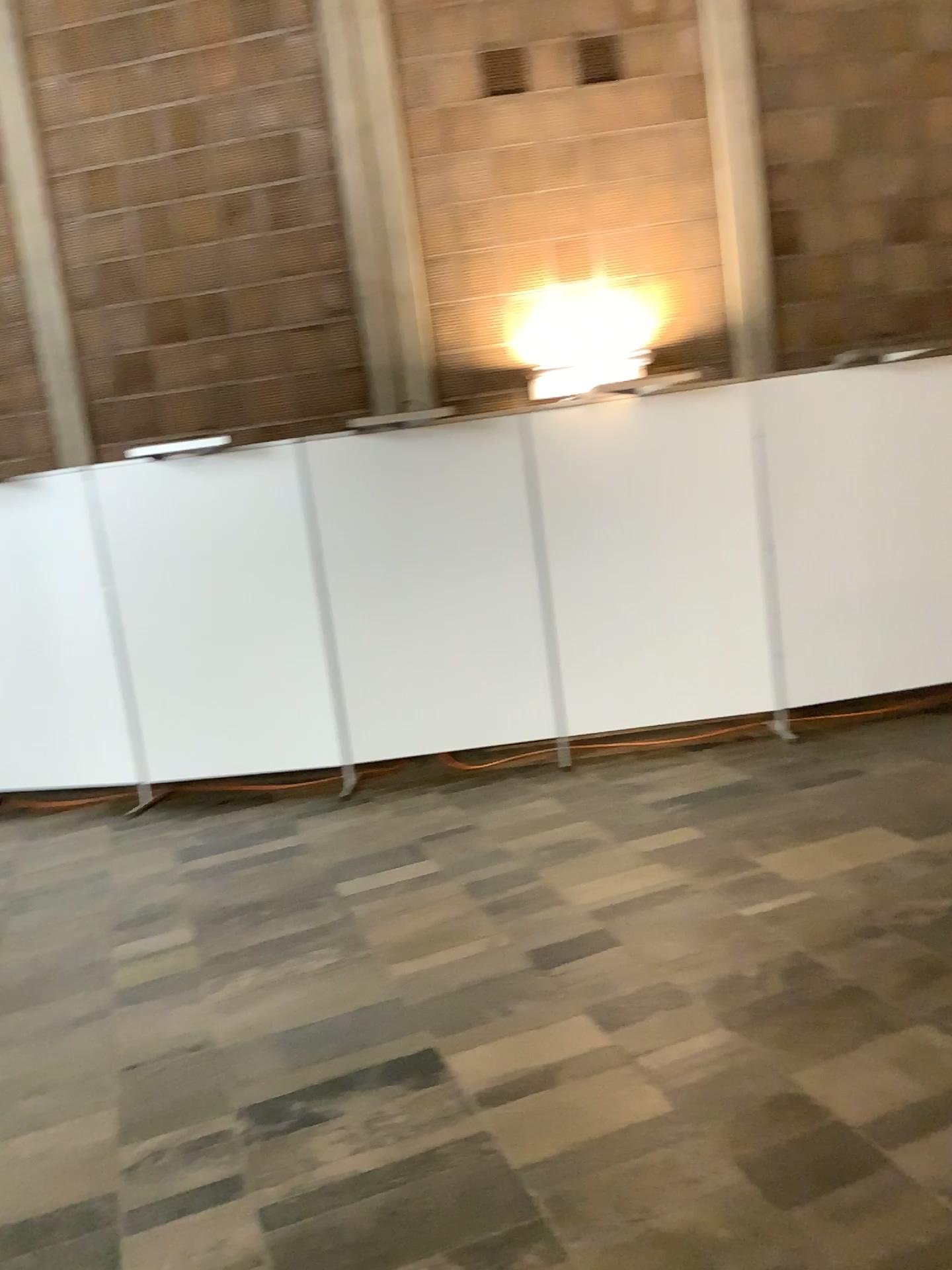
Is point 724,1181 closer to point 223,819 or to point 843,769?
point 843,769
